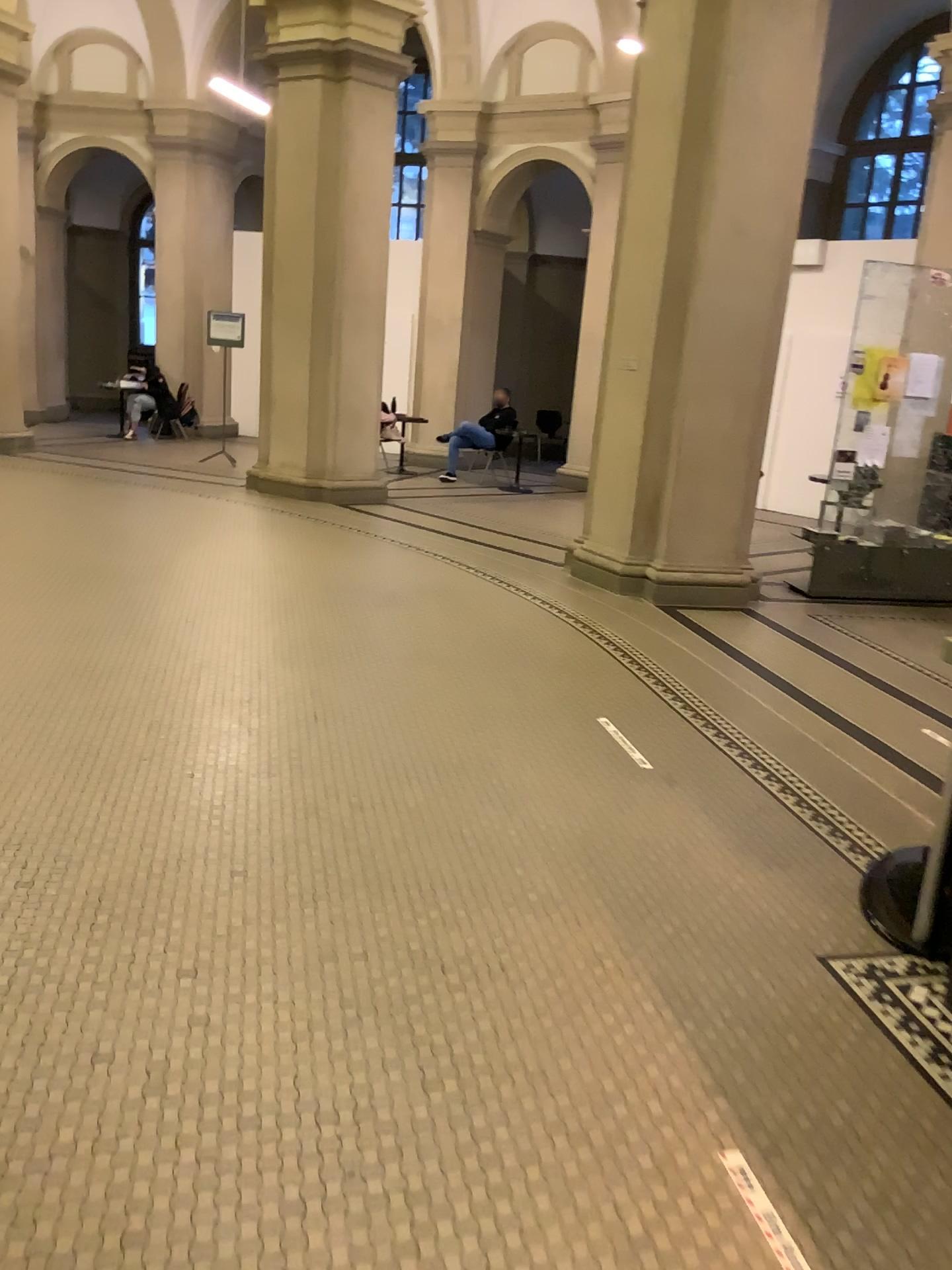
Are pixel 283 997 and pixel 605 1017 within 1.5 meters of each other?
Answer: yes
